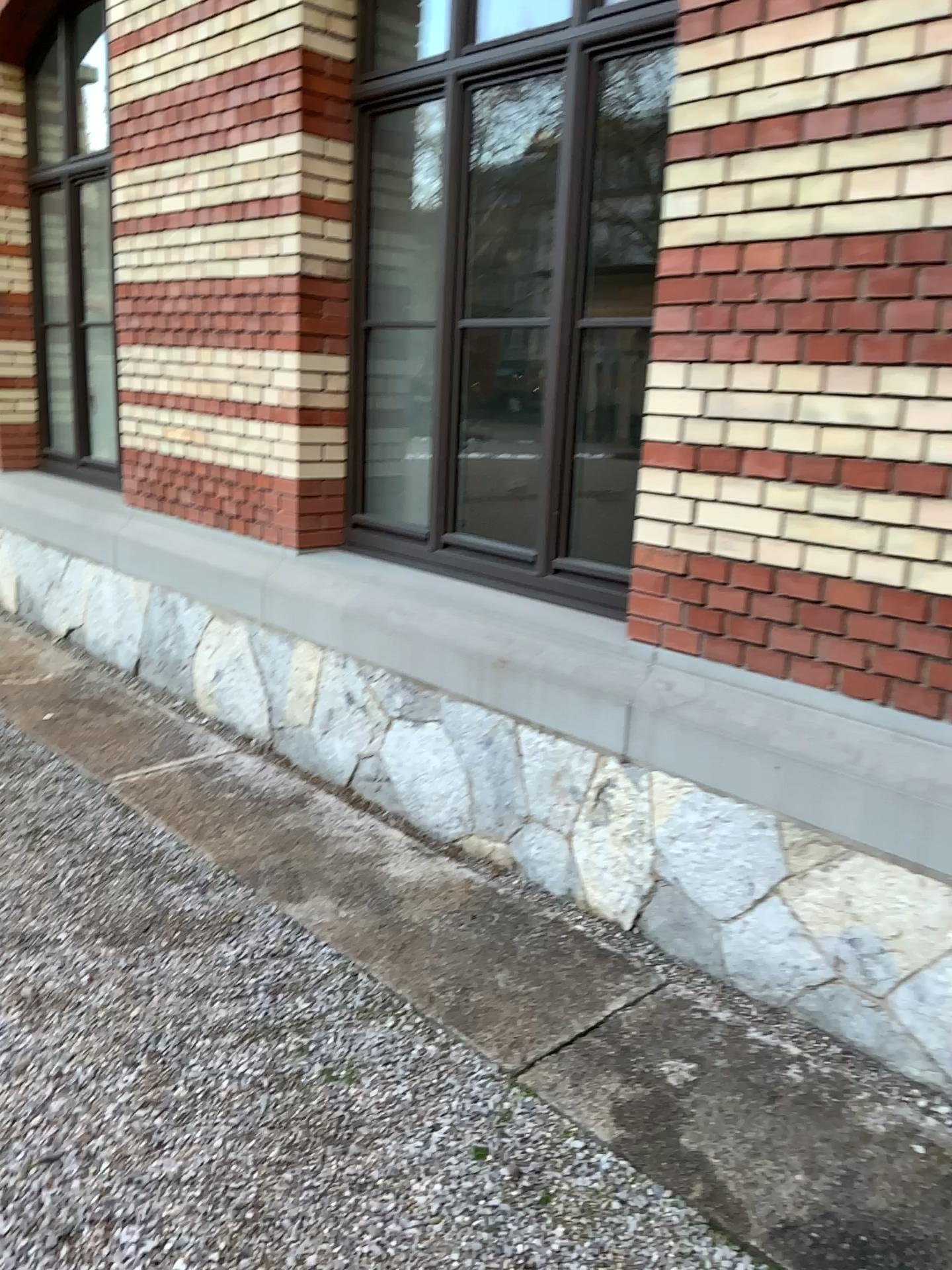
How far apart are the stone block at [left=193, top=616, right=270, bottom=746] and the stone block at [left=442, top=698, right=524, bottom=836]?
1.2 meters

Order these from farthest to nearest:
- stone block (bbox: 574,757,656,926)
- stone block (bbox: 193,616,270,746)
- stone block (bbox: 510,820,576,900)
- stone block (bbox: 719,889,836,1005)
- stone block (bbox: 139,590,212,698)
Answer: A: 1. stone block (bbox: 139,590,212,698)
2. stone block (bbox: 193,616,270,746)
3. stone block (bbox: 510,820,576,900)
4. stone block (bbox: 574,757,656,926)
5. stone block (bbox: 719,889,836,1005)

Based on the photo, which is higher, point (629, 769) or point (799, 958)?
point (629, 769)

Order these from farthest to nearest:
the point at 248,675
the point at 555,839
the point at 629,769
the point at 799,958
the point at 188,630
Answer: the point at 188,630
the point at 248,675
the point at 555,839
the point at 629,769
the point at 799,958

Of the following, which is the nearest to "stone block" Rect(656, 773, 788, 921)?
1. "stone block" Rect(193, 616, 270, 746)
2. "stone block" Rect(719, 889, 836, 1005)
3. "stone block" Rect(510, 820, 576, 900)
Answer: "stone block" Rect(719, 889, 836, 1005)

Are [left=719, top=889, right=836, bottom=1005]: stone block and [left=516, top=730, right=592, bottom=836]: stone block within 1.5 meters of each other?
yes

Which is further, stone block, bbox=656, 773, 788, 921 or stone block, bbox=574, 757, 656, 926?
stone block, bbox=574, 757, 656, 926

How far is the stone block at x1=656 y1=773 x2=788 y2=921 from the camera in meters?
2.6

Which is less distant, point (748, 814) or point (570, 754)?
point (748, 814)

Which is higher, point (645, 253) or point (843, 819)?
A: point (645, 253)
